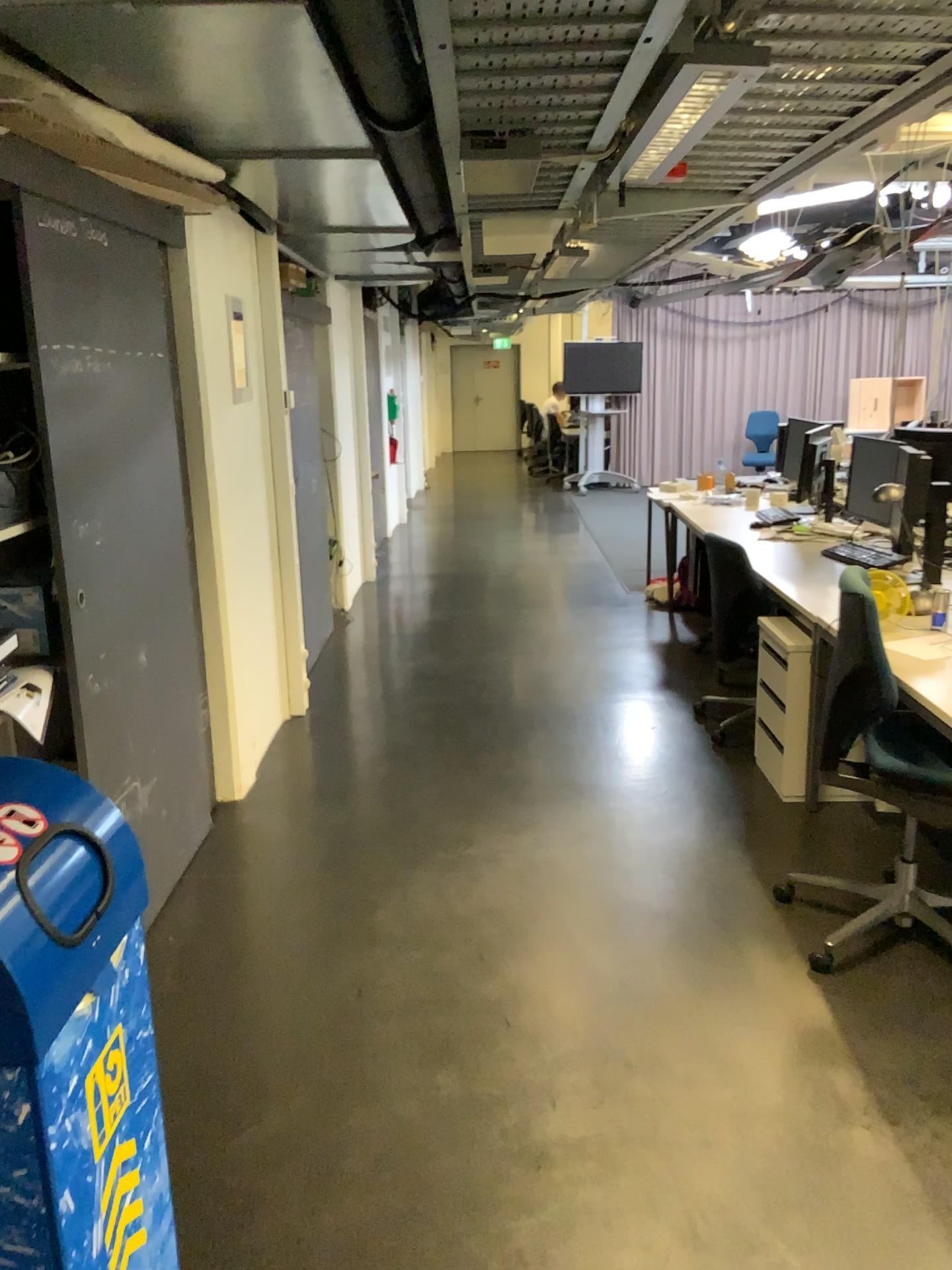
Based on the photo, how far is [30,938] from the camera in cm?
122

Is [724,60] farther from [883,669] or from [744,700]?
[744,700]

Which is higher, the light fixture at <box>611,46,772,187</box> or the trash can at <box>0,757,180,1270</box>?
the light fixture at <box>611,46,772,187</box>

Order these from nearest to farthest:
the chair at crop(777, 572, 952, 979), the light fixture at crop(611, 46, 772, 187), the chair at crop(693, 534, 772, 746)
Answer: the light fixture at crop(611, 46, 772, 187) → the chair at crop(777, 572, 952, 979) → the chair at crop(693, 534, 772, 746)

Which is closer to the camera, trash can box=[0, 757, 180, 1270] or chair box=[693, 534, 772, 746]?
trash can box=[0, 757, 180, 1270]

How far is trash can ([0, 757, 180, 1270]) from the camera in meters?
1.2 m

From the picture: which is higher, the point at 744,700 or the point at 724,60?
the point at 724,60

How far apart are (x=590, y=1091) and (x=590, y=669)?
3.39m

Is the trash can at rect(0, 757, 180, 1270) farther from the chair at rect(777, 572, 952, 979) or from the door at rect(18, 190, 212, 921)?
the chair at rect(777, 572, 952, 979)

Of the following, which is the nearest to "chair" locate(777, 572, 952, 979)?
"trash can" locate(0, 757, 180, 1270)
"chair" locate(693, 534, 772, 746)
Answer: "chair" locate(693, 534, 772, 746)
